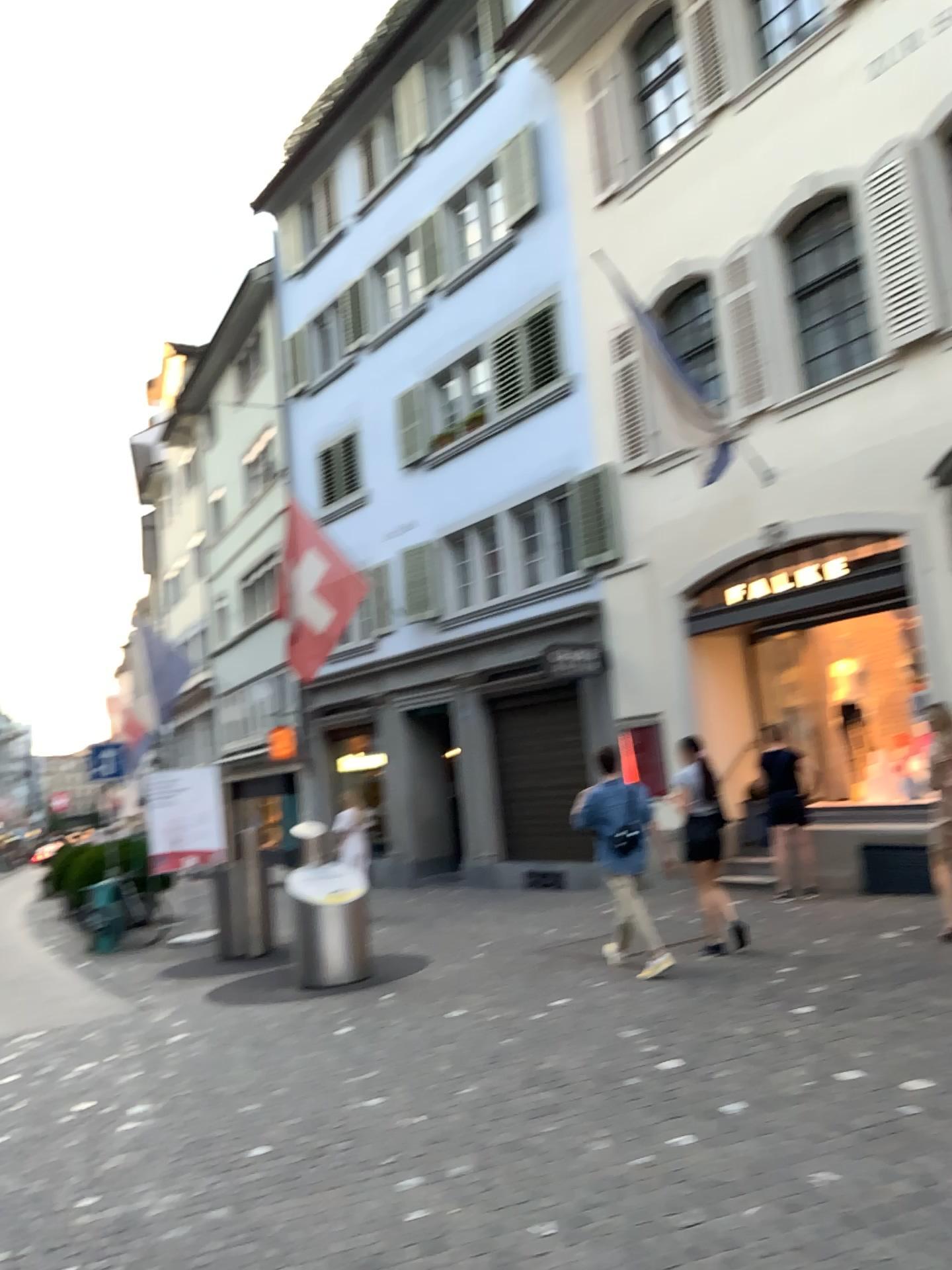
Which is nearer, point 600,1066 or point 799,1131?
point 799,1131
